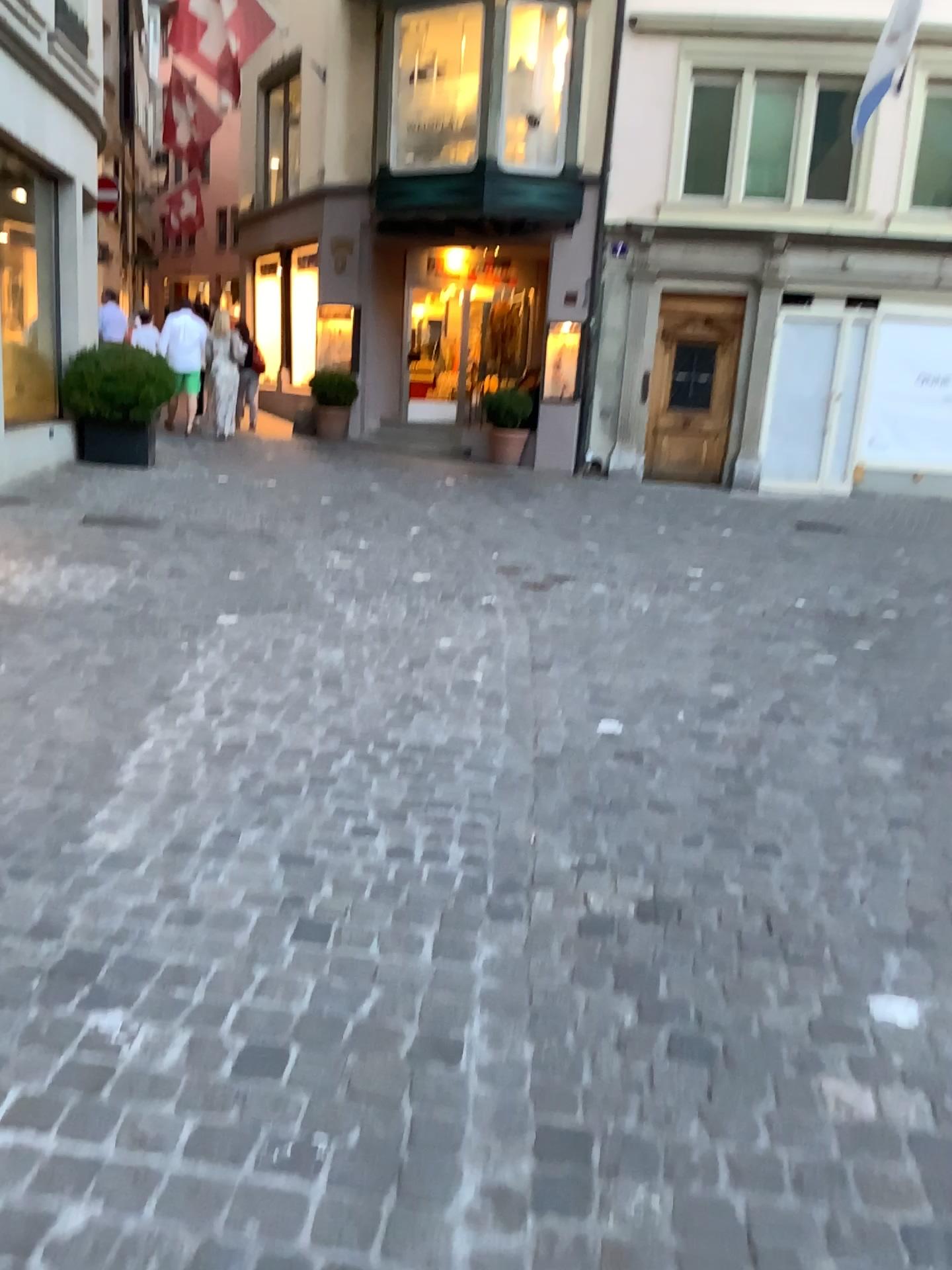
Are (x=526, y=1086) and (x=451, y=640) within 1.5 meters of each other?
no
